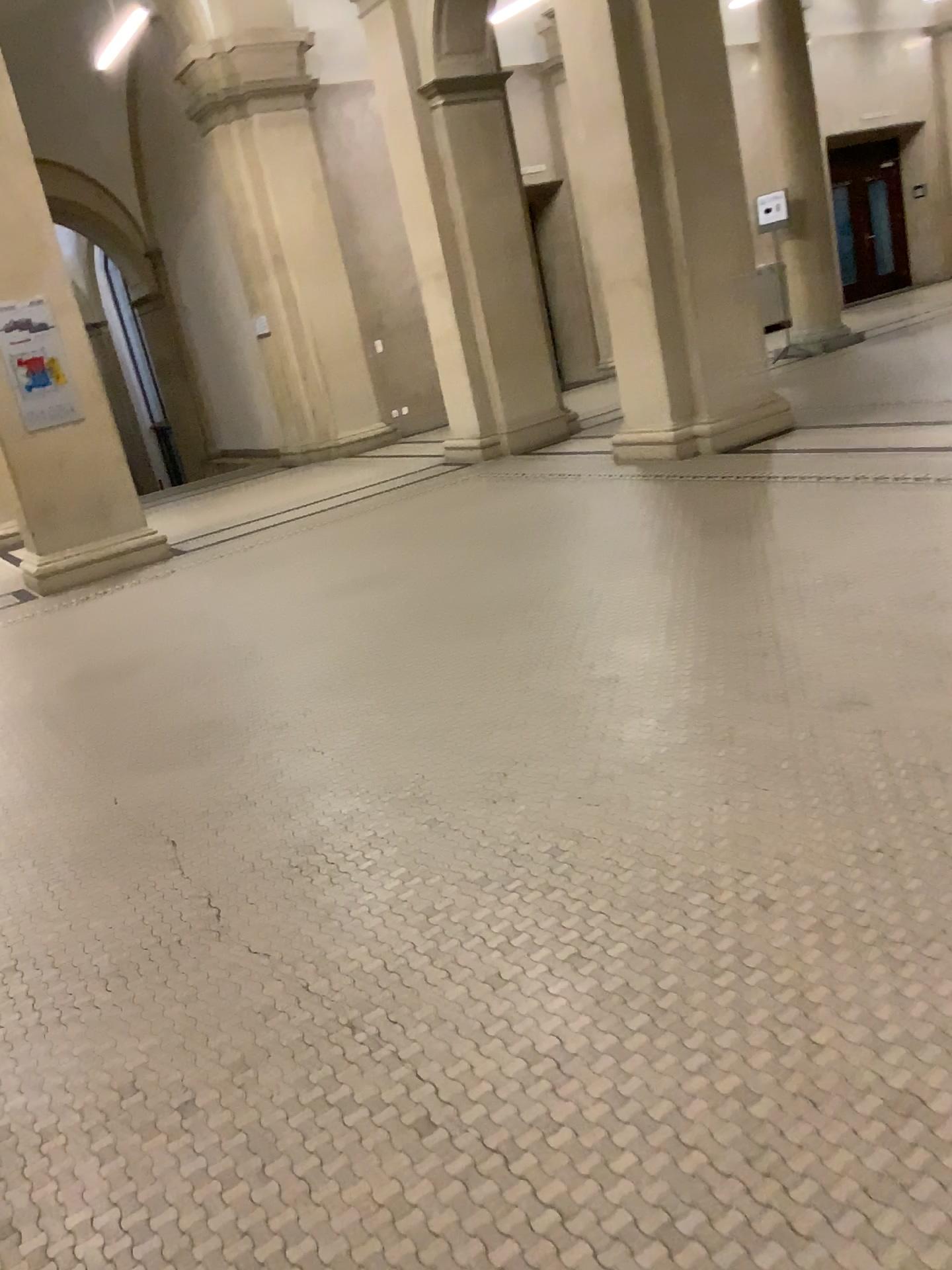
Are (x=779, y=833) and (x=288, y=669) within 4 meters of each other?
yes
